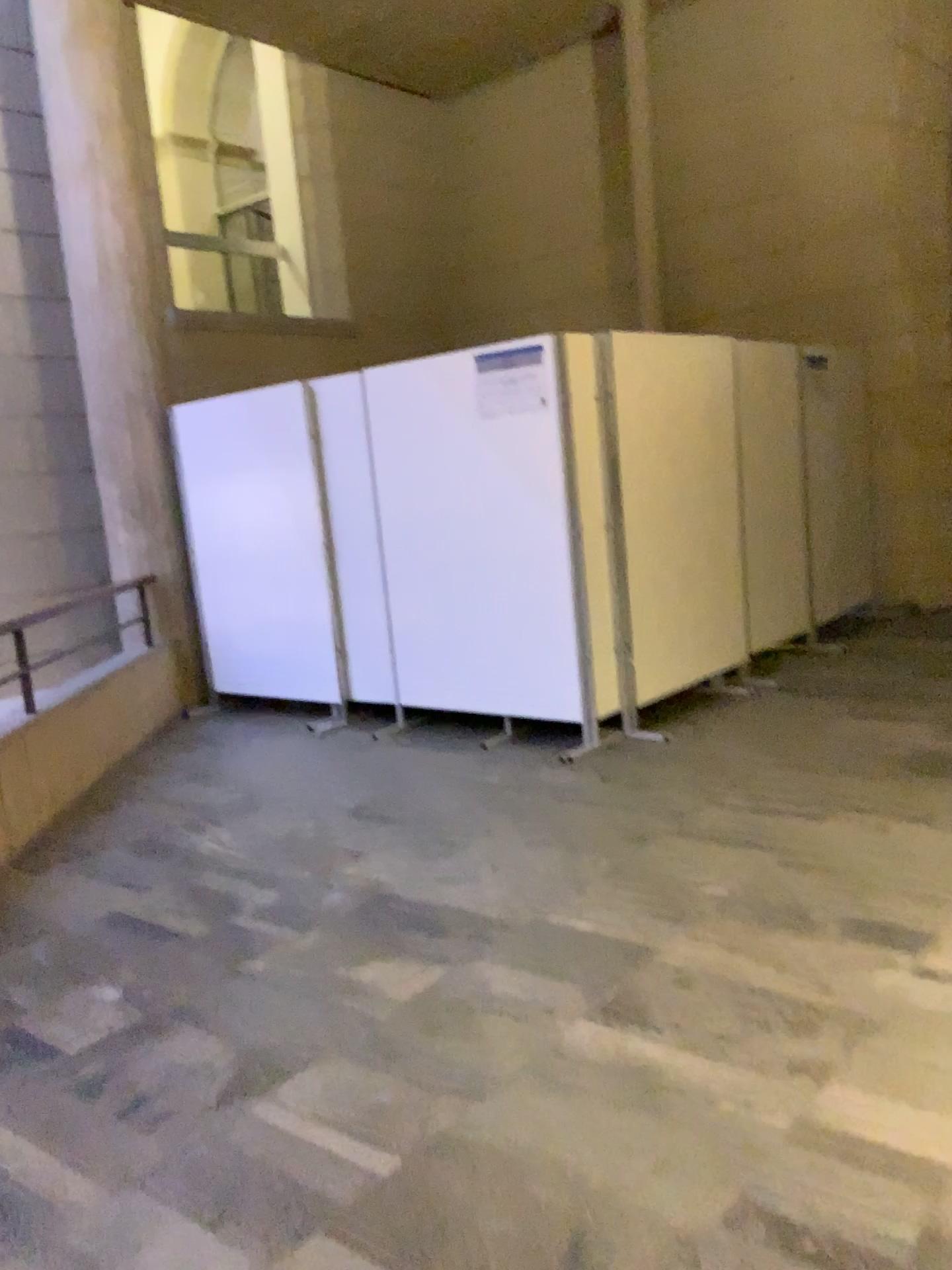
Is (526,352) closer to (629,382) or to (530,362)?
(530,362)

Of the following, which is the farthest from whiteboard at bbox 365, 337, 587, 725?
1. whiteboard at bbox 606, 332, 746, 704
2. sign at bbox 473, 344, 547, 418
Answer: whiteboard at bbox 606, 332, 746, 704

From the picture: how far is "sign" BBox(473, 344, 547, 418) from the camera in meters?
4.9 m

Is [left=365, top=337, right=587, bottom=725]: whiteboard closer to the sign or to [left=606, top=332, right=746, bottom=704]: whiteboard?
the sign

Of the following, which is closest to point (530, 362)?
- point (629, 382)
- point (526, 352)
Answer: point (526, 352)

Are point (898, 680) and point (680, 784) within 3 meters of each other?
yes

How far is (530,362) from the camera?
4.9m
